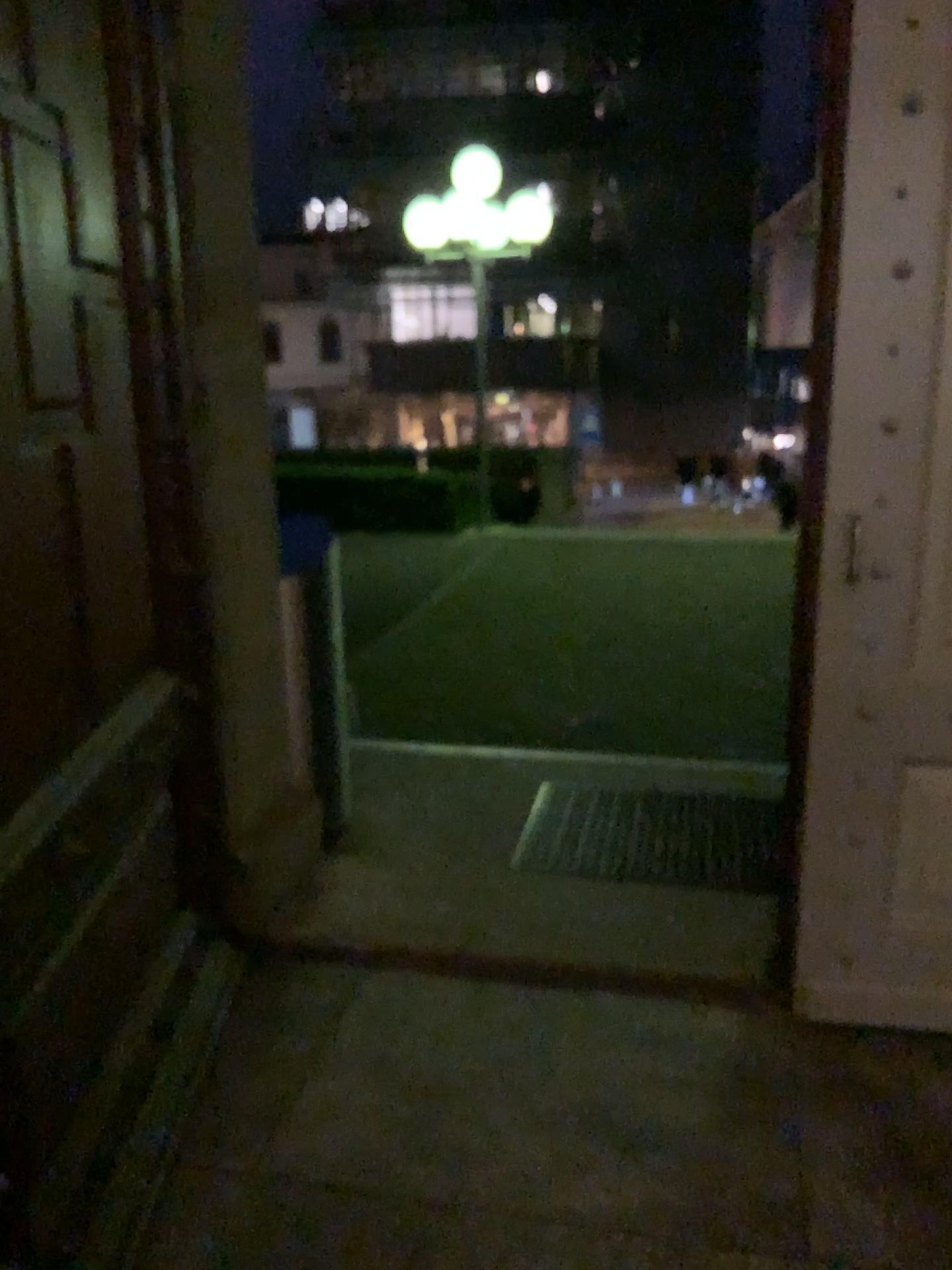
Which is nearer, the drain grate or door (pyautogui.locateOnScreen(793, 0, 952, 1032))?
door (pyautogui.locateOnScreen(793, 0, 952, 1032))

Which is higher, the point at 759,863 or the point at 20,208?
the point at 20,208

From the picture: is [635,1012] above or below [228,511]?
below

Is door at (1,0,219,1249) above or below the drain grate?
above

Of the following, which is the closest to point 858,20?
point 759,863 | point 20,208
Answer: point 20,208

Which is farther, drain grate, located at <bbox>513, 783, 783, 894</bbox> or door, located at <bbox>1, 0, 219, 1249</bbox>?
drain grate, located at <bbox>513, 783, 783, 894</bbox>

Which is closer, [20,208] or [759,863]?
[20,208]

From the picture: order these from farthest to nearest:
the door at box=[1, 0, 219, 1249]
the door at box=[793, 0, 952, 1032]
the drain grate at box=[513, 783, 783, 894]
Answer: the drain grate at box=[513, 783, 783, 894] < the door at box=[793, 0, 952, 1032] < the door at box=[1, 0, 219, 1249]

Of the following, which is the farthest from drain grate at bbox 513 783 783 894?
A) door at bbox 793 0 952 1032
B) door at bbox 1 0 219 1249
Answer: door at bbox 1 0 219 1249

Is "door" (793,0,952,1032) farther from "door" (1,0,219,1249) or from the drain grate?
"door" (1,0,219,1249)
